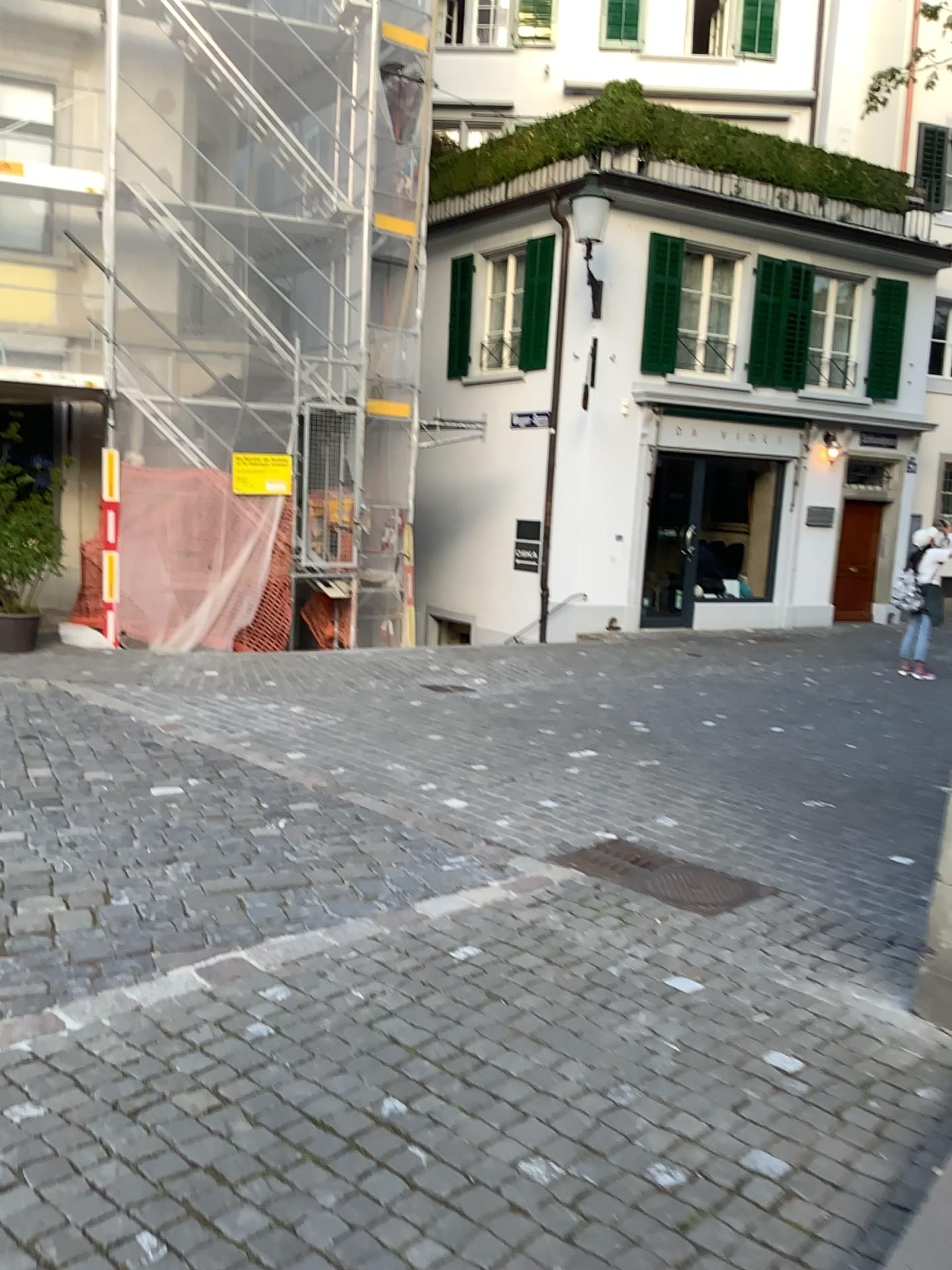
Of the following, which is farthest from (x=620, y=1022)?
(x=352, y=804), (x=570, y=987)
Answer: (x=352, y=804)
